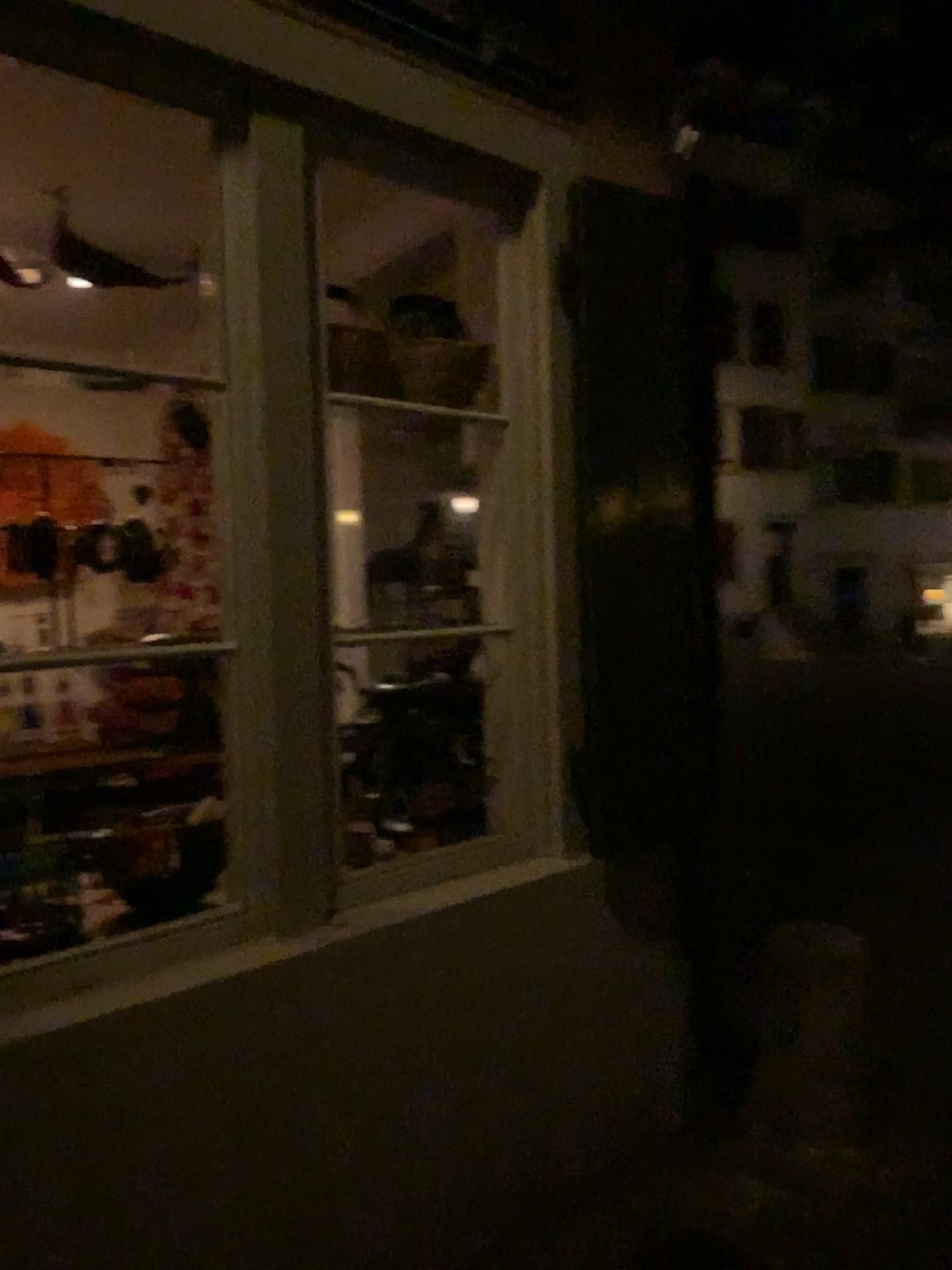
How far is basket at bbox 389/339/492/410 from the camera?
2.3m

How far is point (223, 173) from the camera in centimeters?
196cm

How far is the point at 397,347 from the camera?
2.3m
